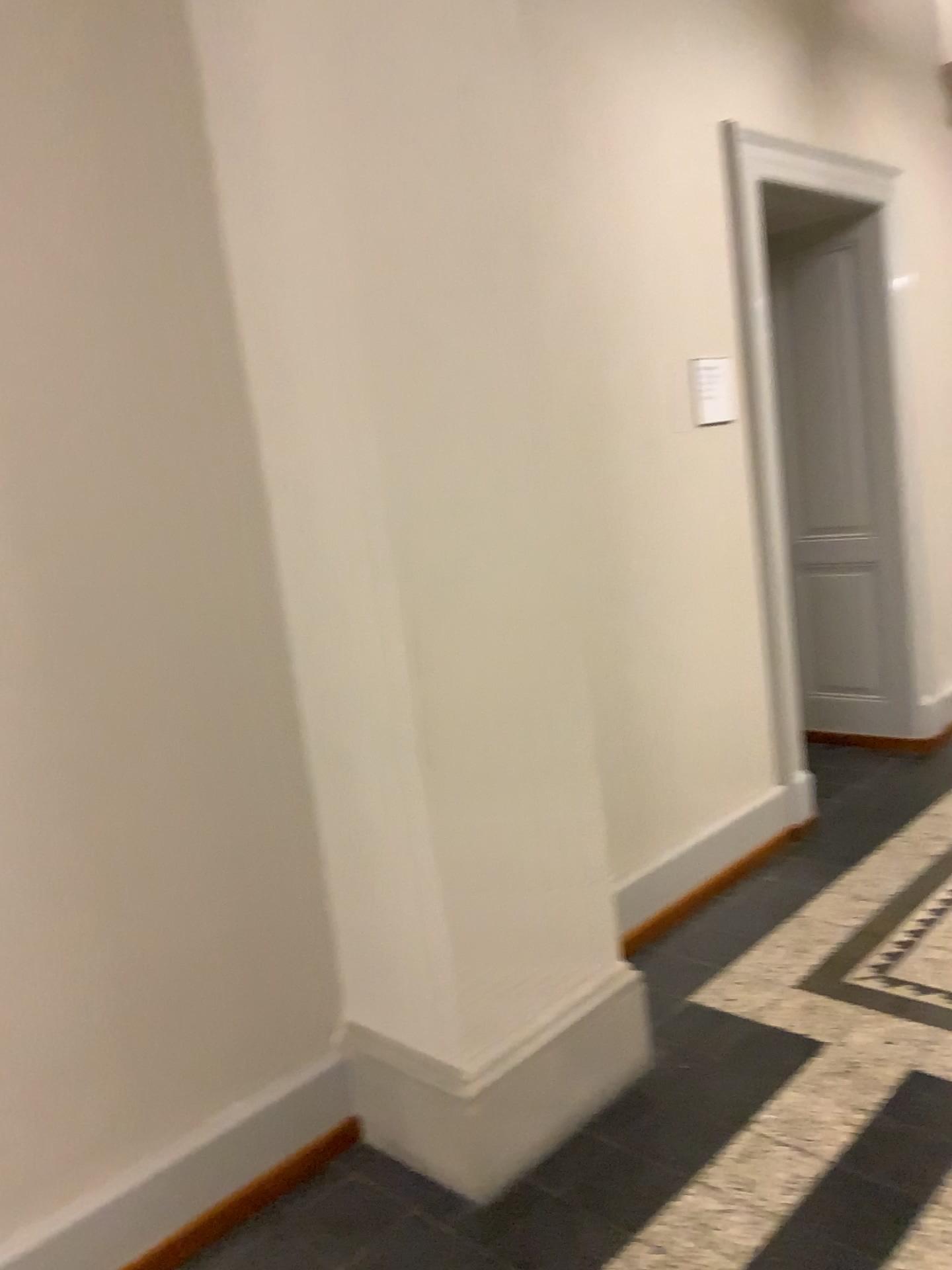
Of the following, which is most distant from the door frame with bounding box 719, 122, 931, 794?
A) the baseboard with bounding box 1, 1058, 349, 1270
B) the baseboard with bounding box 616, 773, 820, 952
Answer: the baseboard with bounding box 1, 1058, 349, 1270

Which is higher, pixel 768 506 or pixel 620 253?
pixel 620 253

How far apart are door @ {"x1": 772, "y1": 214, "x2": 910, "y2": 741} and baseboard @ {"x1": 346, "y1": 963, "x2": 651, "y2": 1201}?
2.67m

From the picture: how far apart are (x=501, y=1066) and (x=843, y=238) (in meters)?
3.84

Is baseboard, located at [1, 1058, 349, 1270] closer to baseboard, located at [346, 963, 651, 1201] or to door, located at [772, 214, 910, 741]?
baseboard, located at [346, 963, 651, 1201]

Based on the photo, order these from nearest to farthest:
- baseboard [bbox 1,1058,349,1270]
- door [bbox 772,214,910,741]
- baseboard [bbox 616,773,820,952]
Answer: baseboard [bbox 1,1058,349,1270] → baseboard [bbox 616,773,820,952] → door [bbox 772,214,910,741]

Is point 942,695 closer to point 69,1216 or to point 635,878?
point 635,878

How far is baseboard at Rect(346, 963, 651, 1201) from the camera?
2.2m

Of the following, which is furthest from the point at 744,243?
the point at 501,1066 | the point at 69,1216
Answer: the point at 69,1216

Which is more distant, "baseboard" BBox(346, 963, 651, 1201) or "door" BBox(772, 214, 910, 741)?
"door" BBox(772, 214, 910, 741)
